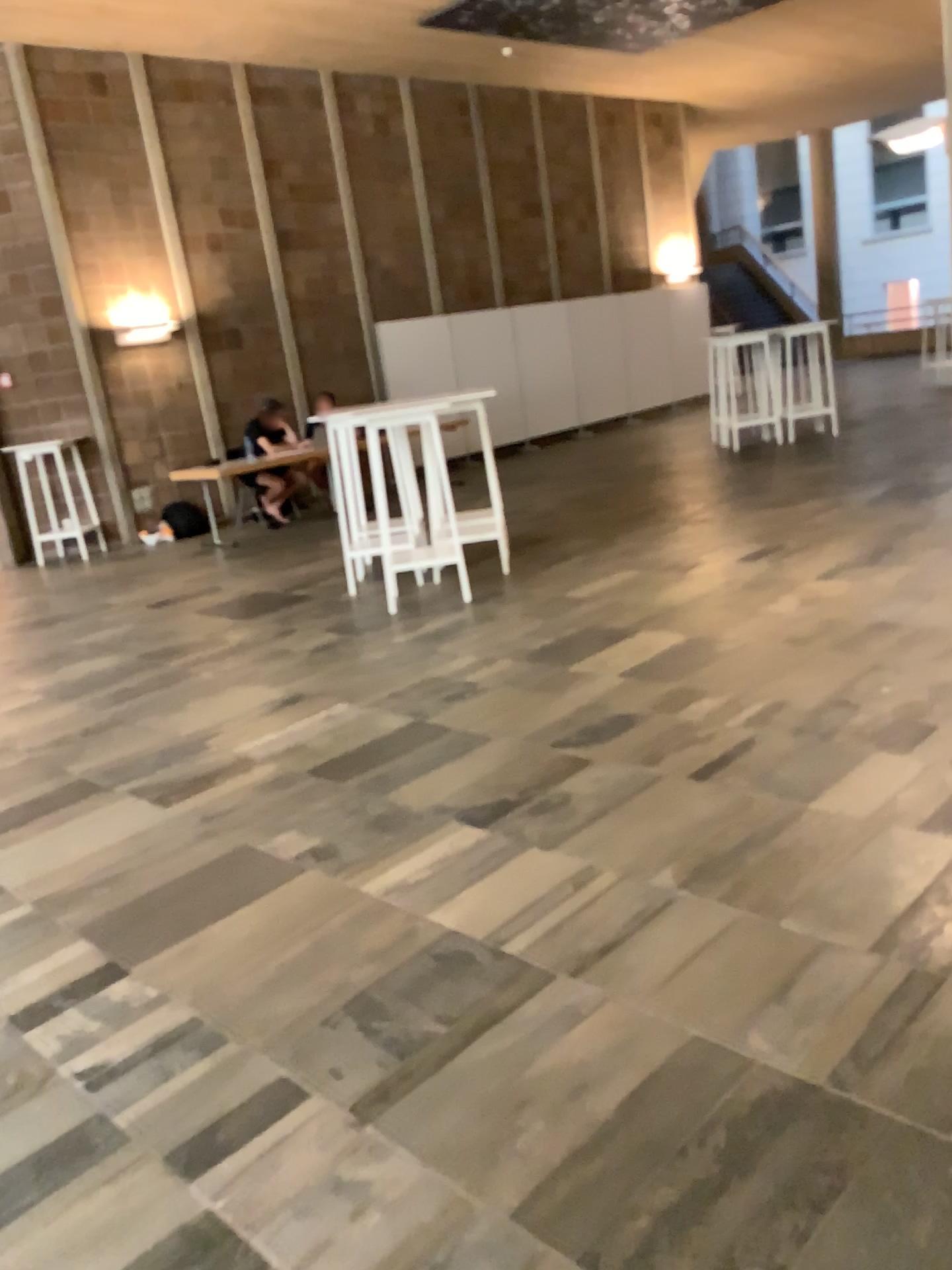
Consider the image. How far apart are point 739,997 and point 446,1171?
0.7m
